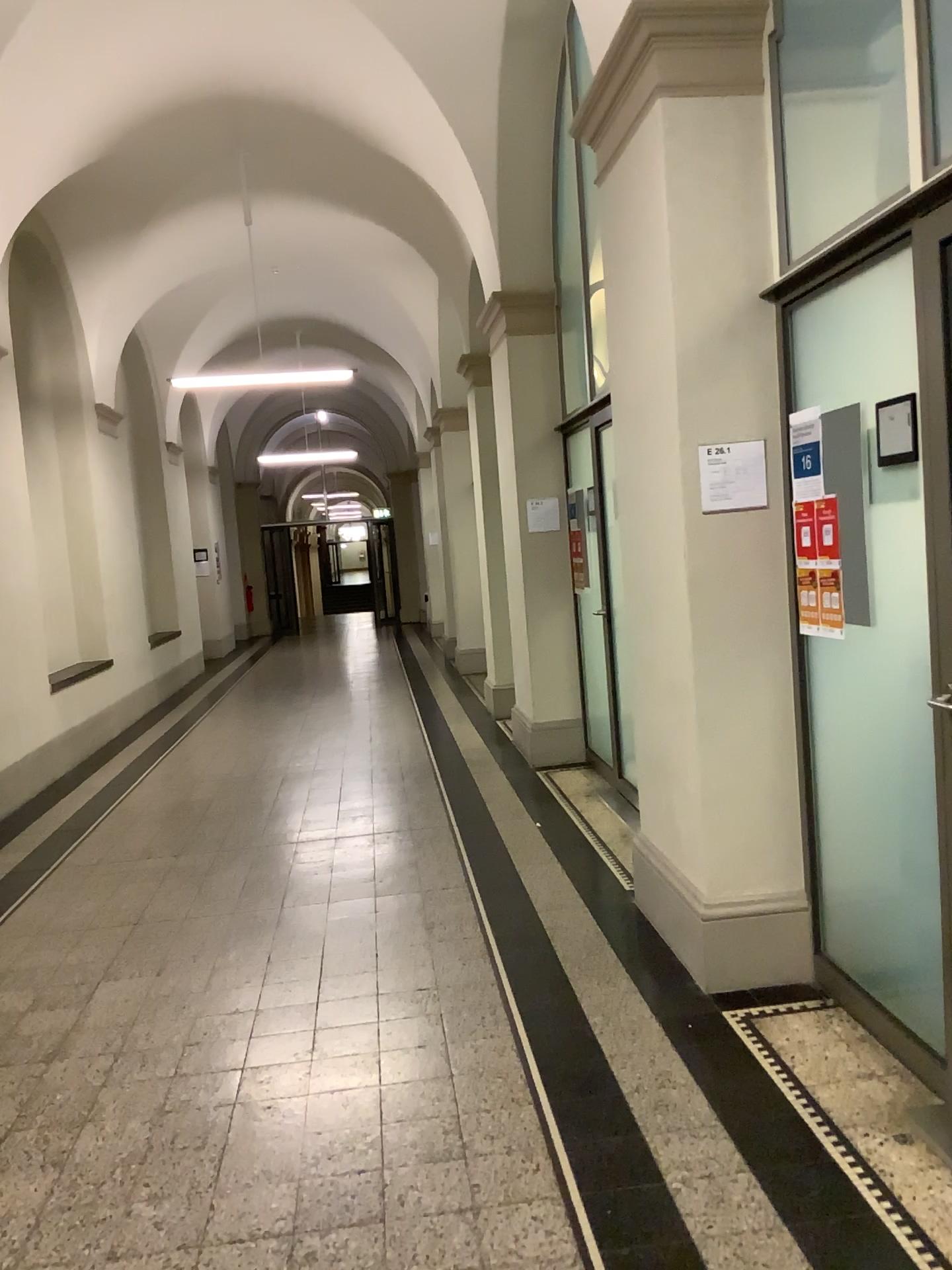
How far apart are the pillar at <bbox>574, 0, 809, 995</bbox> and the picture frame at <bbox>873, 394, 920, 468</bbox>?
0.61m

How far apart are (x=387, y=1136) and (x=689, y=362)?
2.36m

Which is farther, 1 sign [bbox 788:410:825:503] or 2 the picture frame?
1 sign [bbox 788:410:825:503]

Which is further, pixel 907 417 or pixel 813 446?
pixel 813 446

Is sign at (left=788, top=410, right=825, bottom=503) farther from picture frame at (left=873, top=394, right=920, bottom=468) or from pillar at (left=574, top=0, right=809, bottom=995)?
picture frame at (left=873, top=394, right=920, bottom=468)

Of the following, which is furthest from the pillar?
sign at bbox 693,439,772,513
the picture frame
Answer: the picture frame

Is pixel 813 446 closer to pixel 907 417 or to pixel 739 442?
pixel 739 442

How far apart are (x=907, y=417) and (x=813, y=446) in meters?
0.6

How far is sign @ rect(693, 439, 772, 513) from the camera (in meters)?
3.28

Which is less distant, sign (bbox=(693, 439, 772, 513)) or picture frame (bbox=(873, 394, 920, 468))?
picture frame (bbox=(873, 394, 920, 468))
